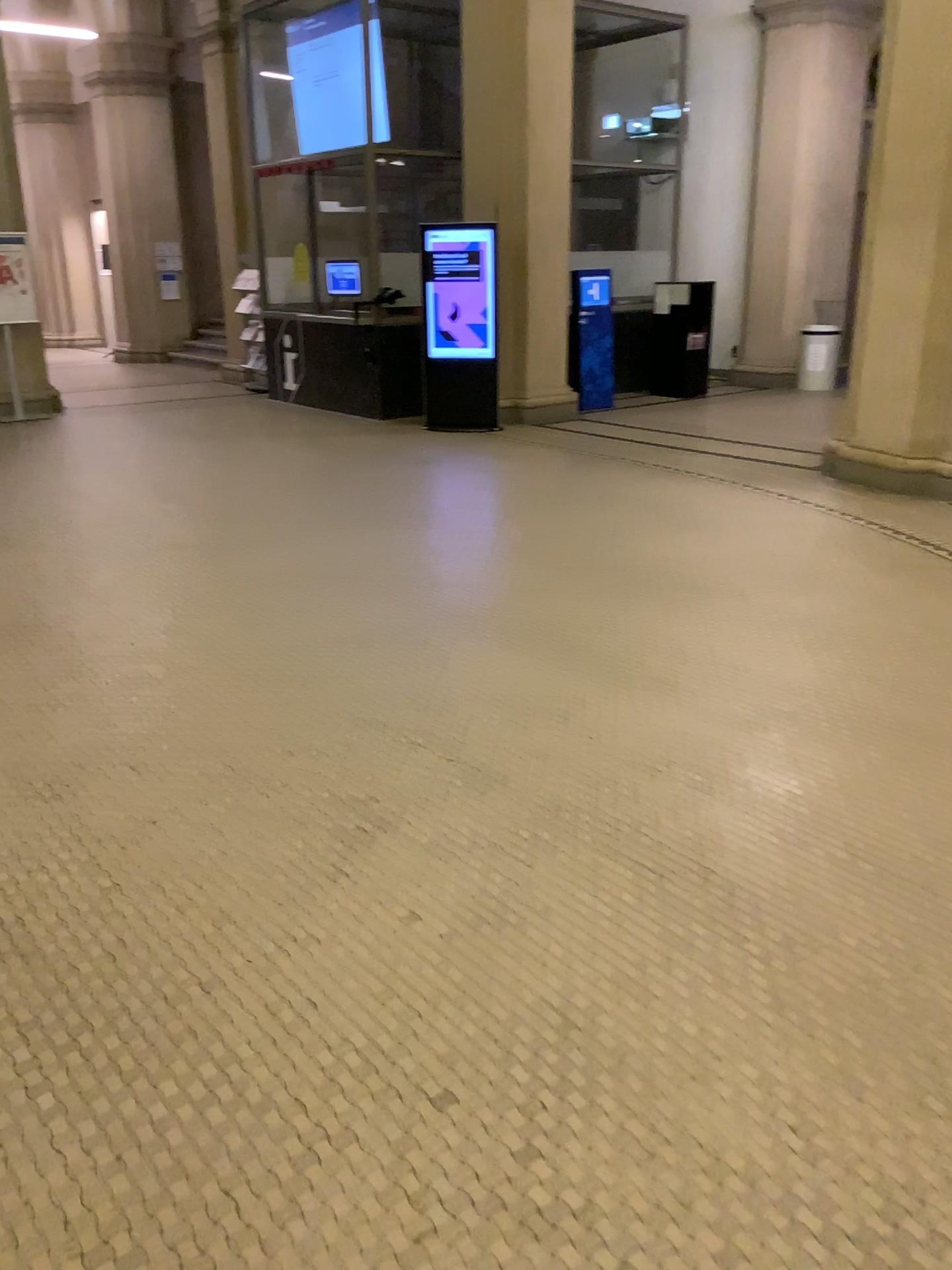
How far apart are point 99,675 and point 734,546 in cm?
323
